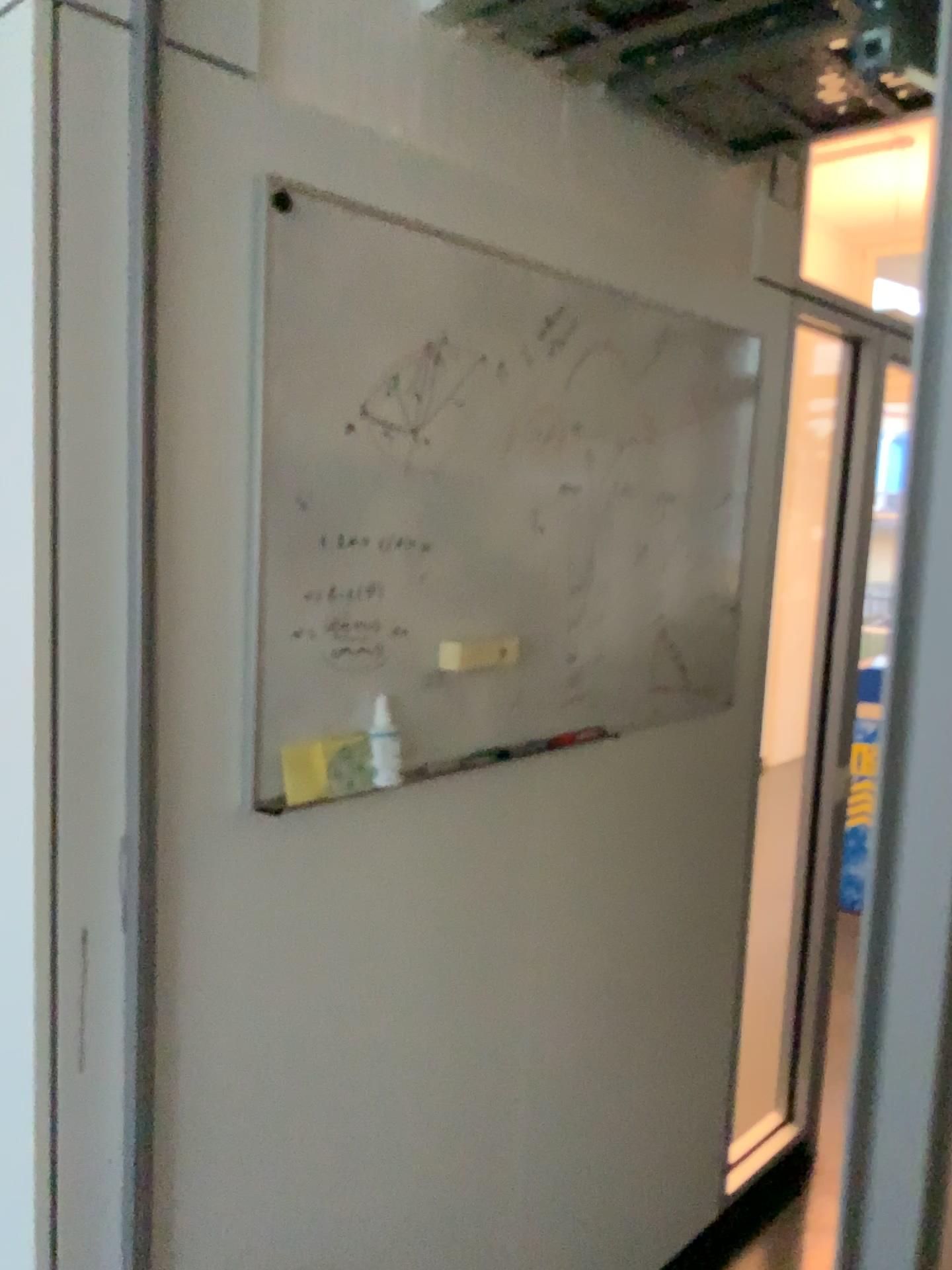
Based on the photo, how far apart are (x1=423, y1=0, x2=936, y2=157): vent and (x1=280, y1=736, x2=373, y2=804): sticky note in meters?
1.0 m

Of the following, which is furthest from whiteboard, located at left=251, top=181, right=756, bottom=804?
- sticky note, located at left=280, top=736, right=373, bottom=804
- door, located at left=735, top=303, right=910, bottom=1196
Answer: door, located at left=735, top=303, right=910, bottom=1196

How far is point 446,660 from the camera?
1.51m

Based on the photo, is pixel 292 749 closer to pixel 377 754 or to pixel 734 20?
pixel 377 754

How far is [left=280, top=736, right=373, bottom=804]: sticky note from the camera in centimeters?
131cm

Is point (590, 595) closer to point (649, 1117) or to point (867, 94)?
point (867, 94)

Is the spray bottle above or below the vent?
below

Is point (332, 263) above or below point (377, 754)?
above

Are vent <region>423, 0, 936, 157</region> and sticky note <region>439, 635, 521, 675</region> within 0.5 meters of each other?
no

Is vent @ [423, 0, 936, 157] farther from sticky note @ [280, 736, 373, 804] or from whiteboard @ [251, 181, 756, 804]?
sticky note @ [280, 736, 373, 804]
